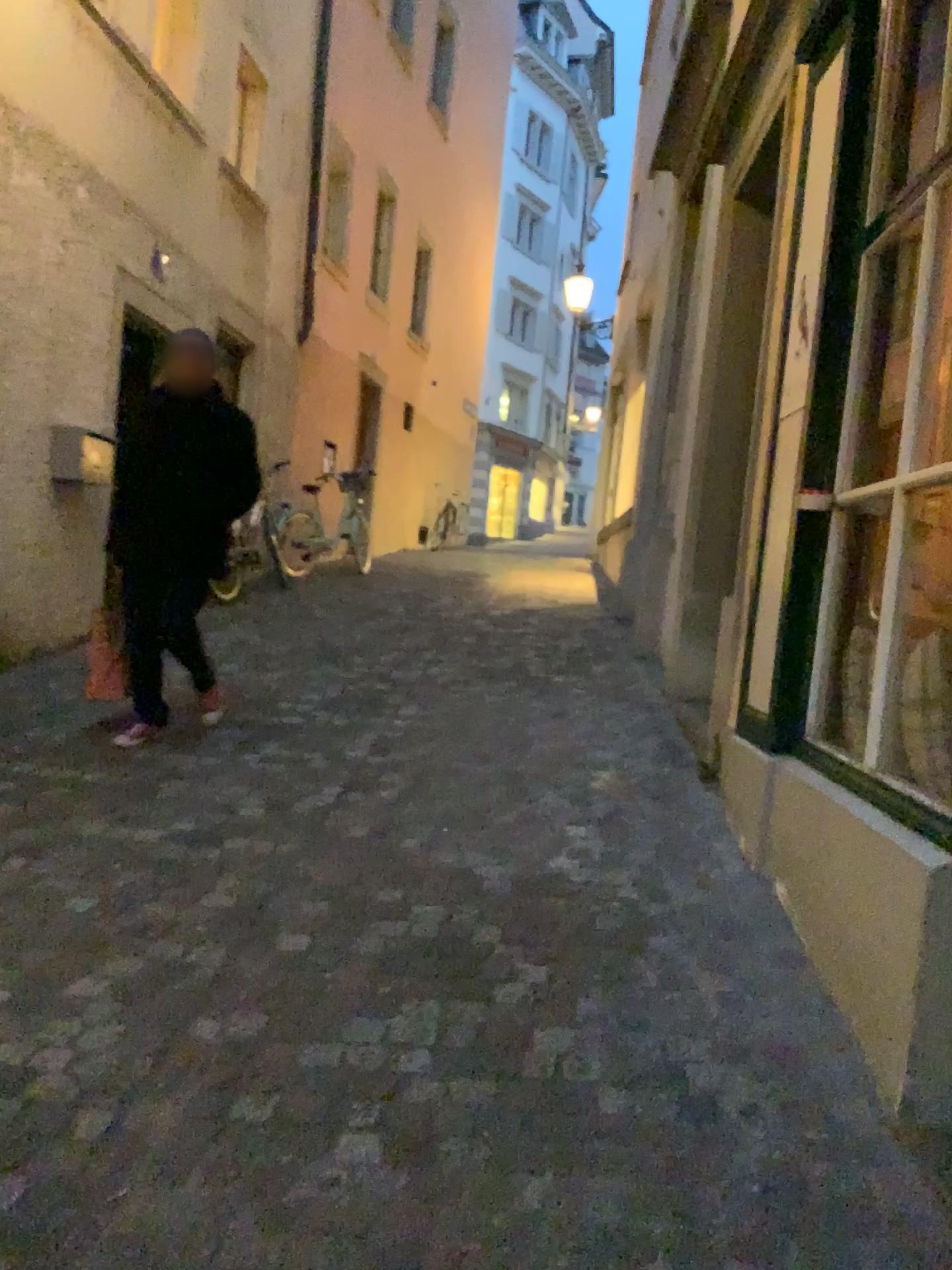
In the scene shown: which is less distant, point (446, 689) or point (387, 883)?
point (387, 883)

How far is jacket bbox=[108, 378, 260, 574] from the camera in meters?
4.2

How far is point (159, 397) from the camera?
4.2m

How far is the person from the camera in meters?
4.2 m

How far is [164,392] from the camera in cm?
417
